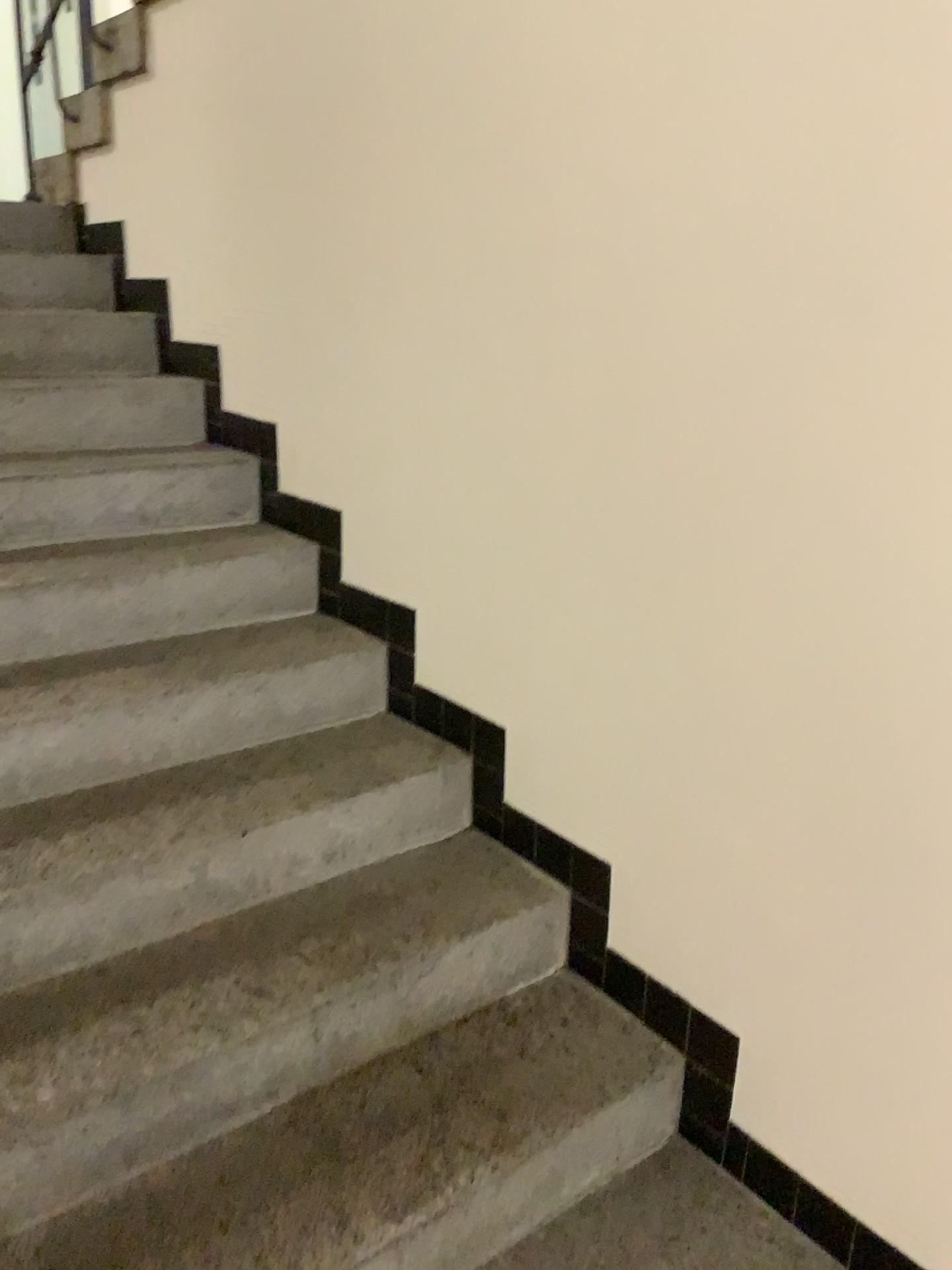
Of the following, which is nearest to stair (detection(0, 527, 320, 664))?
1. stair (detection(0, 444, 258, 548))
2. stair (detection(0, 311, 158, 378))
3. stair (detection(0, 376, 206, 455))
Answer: stair (detection(0, 444, 258, 548))

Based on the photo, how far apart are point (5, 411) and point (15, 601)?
0.7m

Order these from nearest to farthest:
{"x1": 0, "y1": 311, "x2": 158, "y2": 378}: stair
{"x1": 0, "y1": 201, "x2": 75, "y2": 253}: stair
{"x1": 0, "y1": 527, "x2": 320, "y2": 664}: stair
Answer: {"x1": 0, "y1": 527, "x2": 320, "y2": 664}: stair
{"x1": 0, "y1": 311, "x2": 158, "y2": 378}: stair
{"x1": 0, "y1": 201, "x2": 75, "y2": 253}: stair

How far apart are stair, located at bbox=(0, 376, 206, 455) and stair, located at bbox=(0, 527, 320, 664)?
0.36m

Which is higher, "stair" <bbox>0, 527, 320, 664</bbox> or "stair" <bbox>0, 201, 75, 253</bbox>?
"stair" <bbox>0, 201, 75, 253</bbox>

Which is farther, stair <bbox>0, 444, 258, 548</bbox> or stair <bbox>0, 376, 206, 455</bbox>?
stair <bbox>0, 376, 206, 455</bbox>

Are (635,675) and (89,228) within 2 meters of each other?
no

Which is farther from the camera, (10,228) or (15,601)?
(10,228)

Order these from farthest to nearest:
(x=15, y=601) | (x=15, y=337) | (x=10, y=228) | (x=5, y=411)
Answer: (x=10, y=228) < (x=15, y=337) < (x=5, y=411) < (x=15, y=601)

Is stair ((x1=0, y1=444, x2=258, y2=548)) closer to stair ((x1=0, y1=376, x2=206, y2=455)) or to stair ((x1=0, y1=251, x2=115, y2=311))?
stair ((x1=0, y1=376, x2=206, y2=455))
